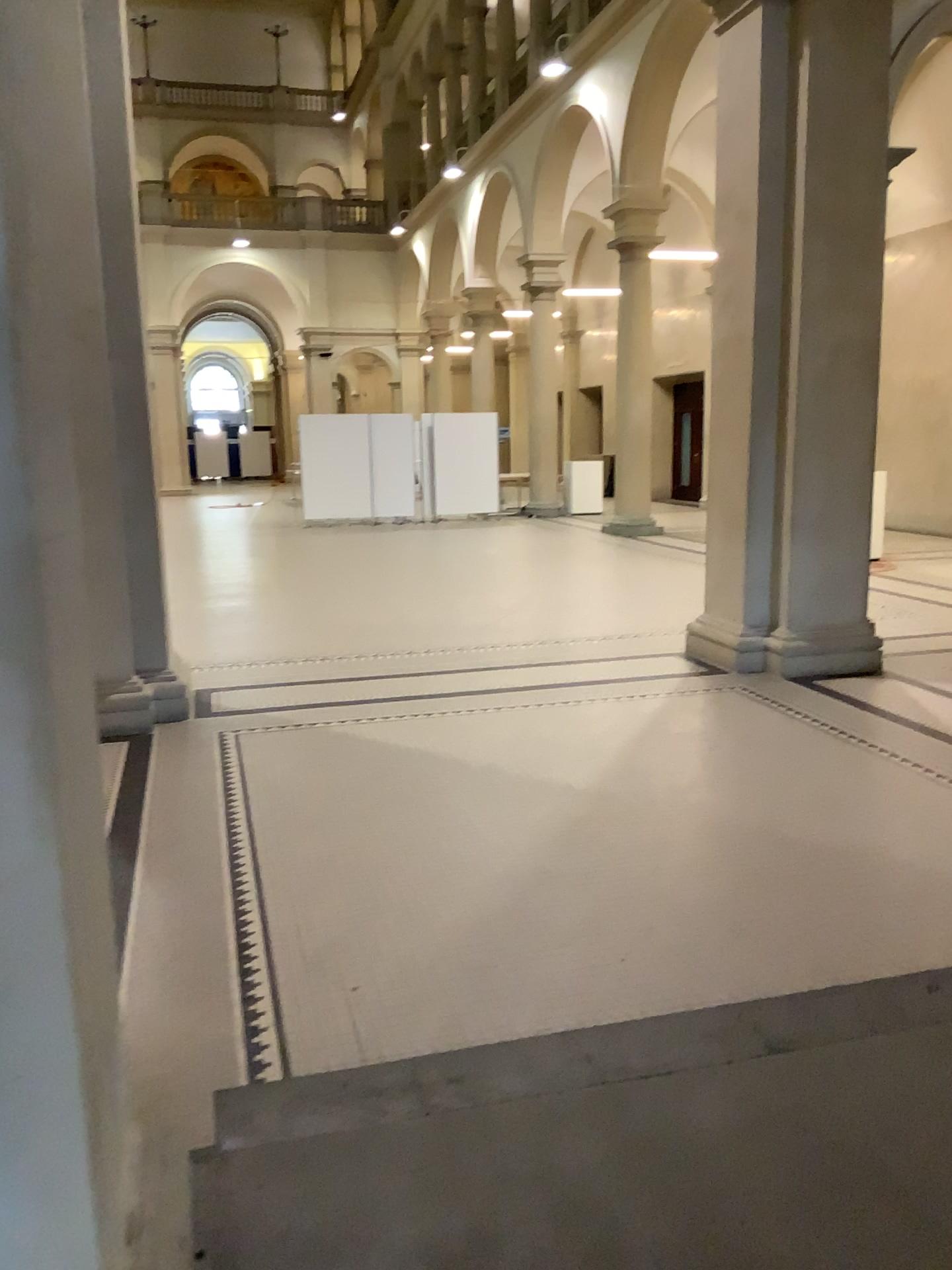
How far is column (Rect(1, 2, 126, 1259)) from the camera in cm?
122

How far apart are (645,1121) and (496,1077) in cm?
37

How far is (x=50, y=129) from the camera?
1.22m
